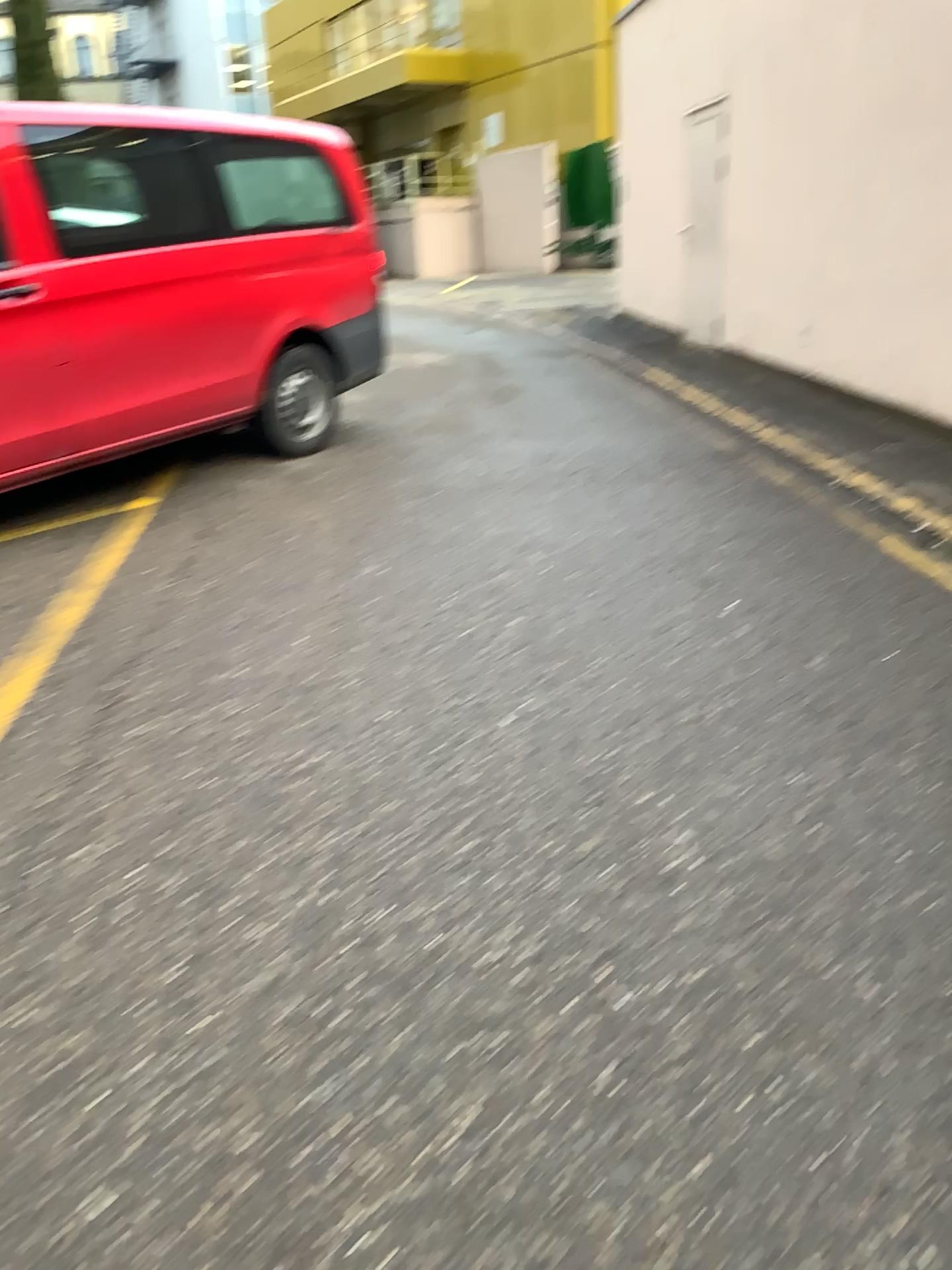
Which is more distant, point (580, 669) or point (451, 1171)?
point (580, 669)
